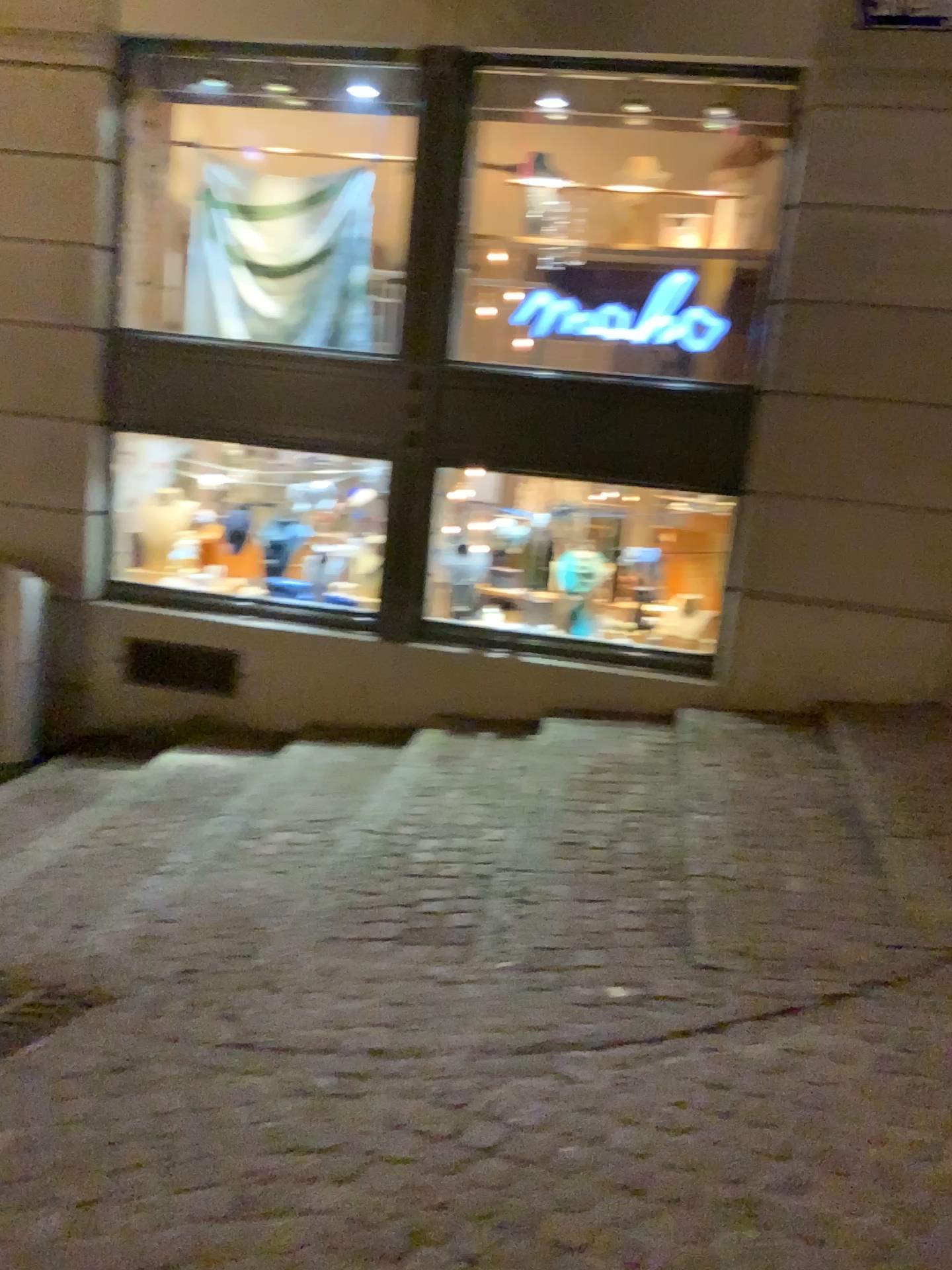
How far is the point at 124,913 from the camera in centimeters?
341cm
